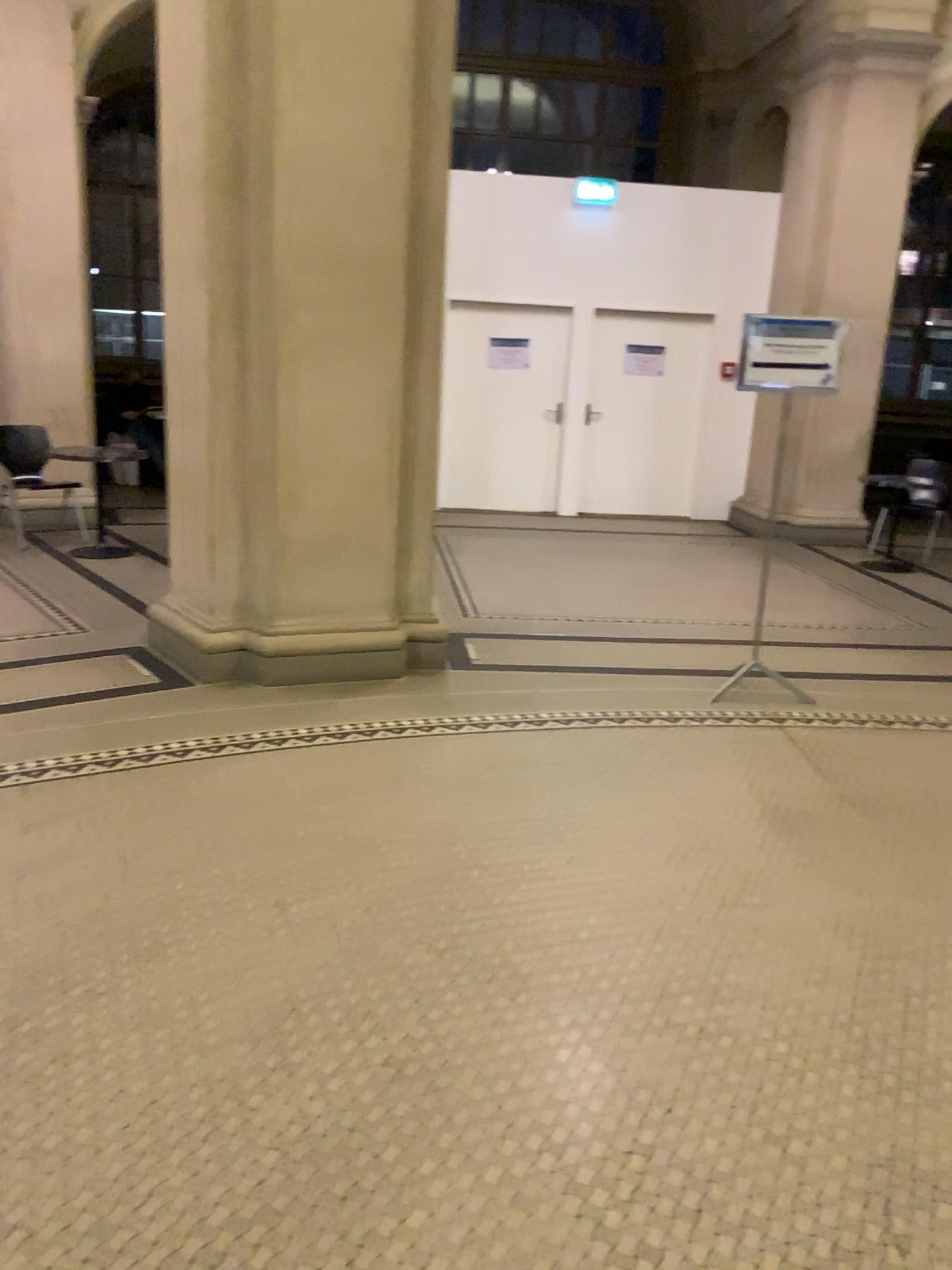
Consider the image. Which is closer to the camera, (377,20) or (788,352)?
(377,20)

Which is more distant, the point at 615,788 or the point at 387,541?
the point at 387,541

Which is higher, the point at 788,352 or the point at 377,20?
the point at 377,20

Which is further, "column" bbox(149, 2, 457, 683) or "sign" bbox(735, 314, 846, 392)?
"sign" bbox(735, 314, 846, 392)
